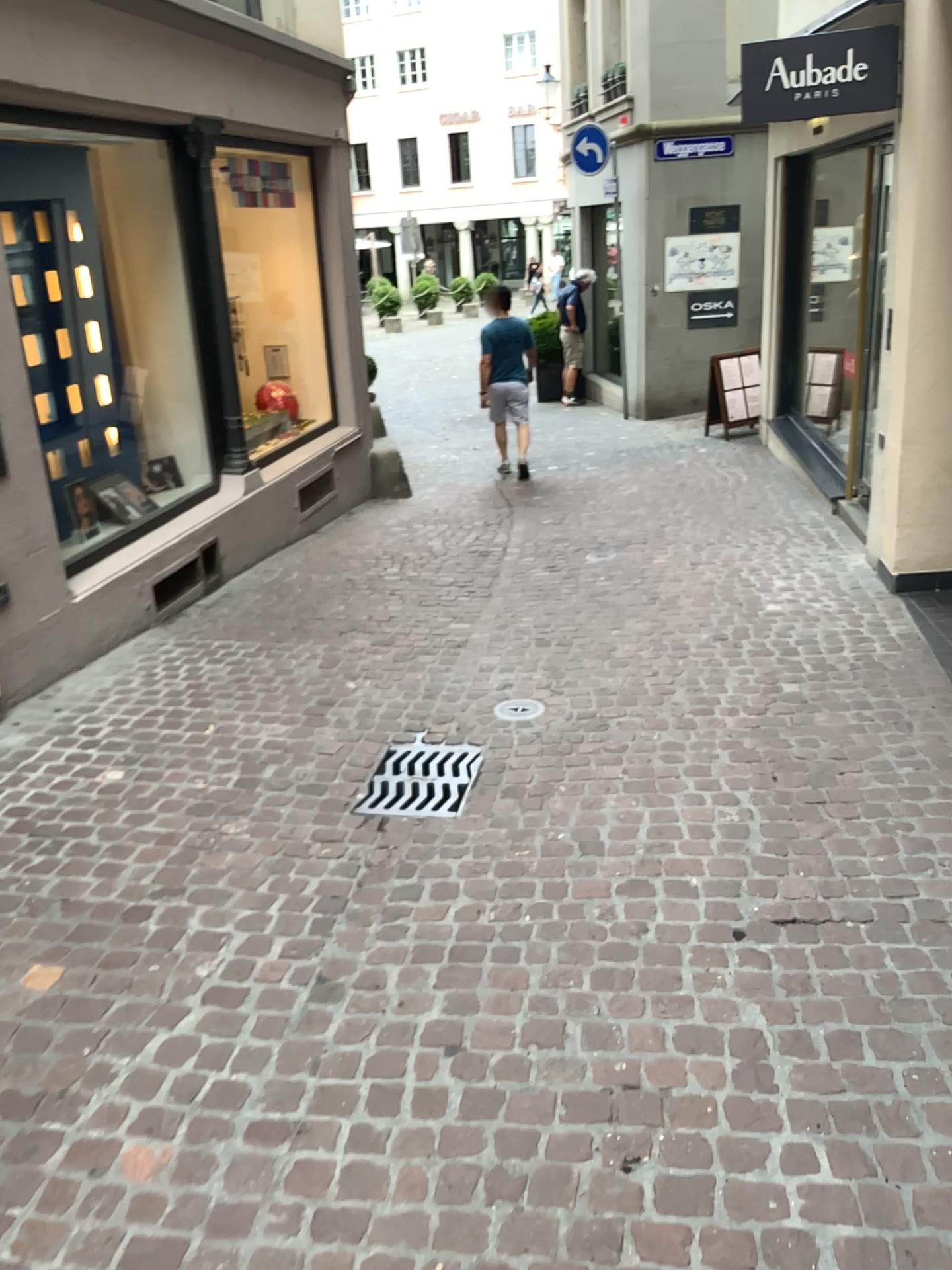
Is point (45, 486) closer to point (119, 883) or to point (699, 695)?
point (119, 883)
